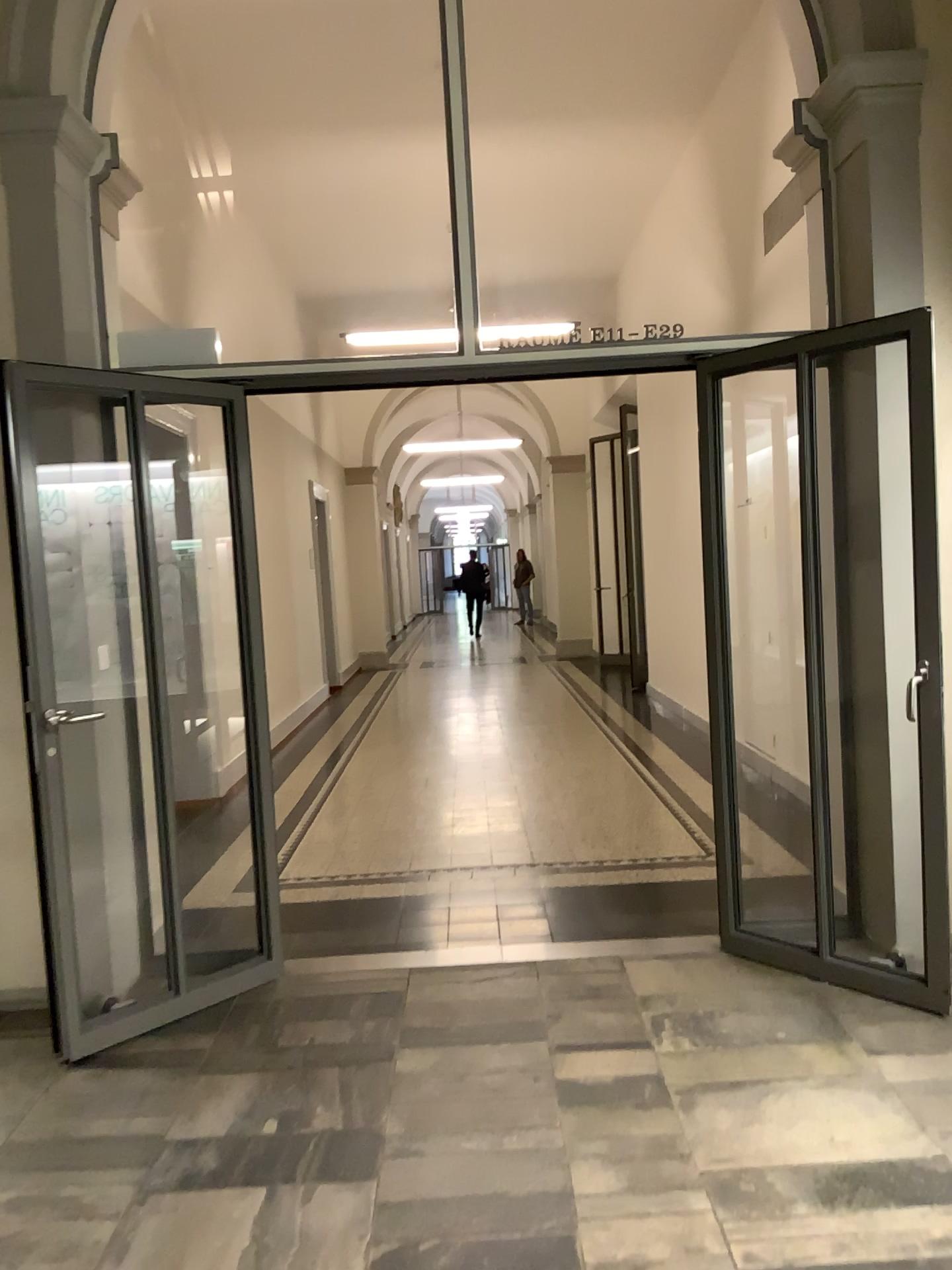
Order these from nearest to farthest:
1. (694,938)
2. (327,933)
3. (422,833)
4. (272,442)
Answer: (694,938) → (327,933) → (422,833) → (272,442)
